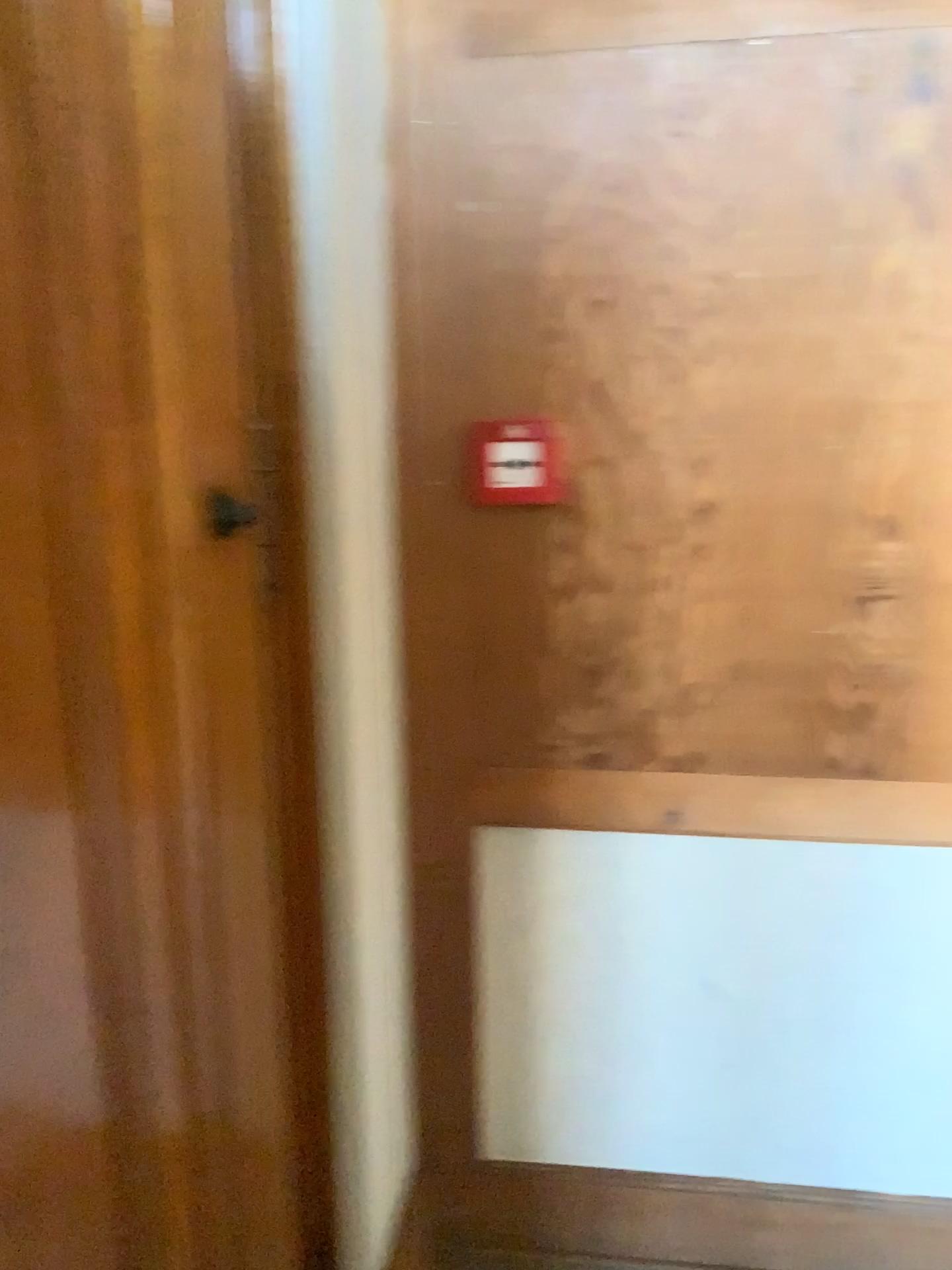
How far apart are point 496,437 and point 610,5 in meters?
0.6

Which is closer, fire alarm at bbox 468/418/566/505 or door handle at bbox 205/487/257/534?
door handle at bbox 205/487/257/534

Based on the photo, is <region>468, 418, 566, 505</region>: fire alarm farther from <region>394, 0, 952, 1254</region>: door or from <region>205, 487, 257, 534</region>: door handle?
<region>205, 487, 257, 534</region>: door handle

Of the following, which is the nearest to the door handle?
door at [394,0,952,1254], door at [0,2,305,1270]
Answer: door at [0,2,305,1270]

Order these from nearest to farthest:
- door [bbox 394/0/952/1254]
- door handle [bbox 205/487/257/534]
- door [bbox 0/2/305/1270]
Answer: door [bbox 0/2/305/1270]
door handle [bbox 205/487/257/534]
door [bbox 394/0/952/1254]

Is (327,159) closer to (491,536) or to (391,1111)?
(491,536)

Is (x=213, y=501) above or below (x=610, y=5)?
below

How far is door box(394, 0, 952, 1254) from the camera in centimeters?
153cm

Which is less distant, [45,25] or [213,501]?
[45,25]

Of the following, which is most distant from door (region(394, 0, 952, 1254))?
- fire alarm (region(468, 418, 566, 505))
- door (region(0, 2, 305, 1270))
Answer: door (region(0, 2, 305, 1270))
